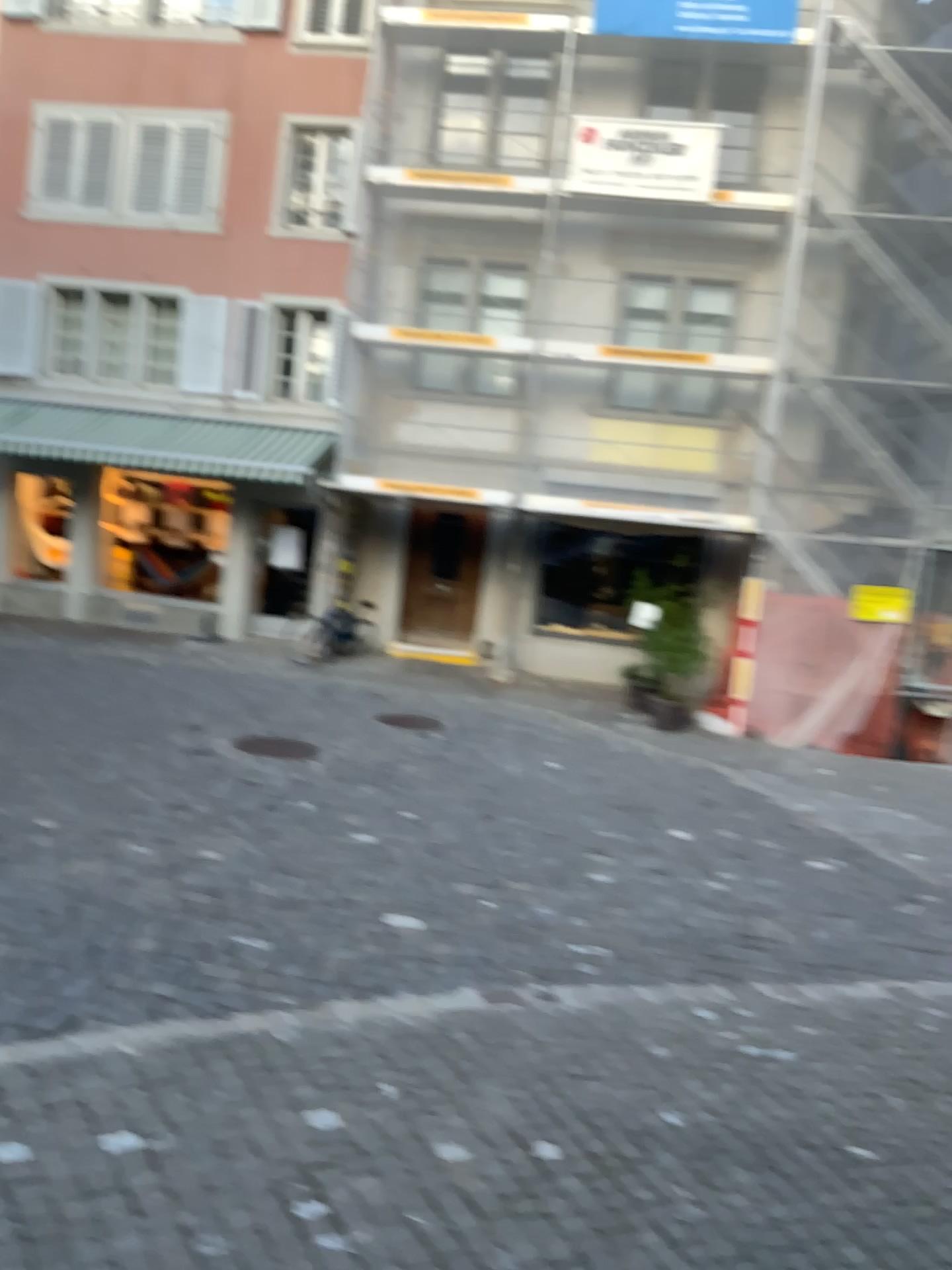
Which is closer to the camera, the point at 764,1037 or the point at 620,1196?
the point at 620,1196
